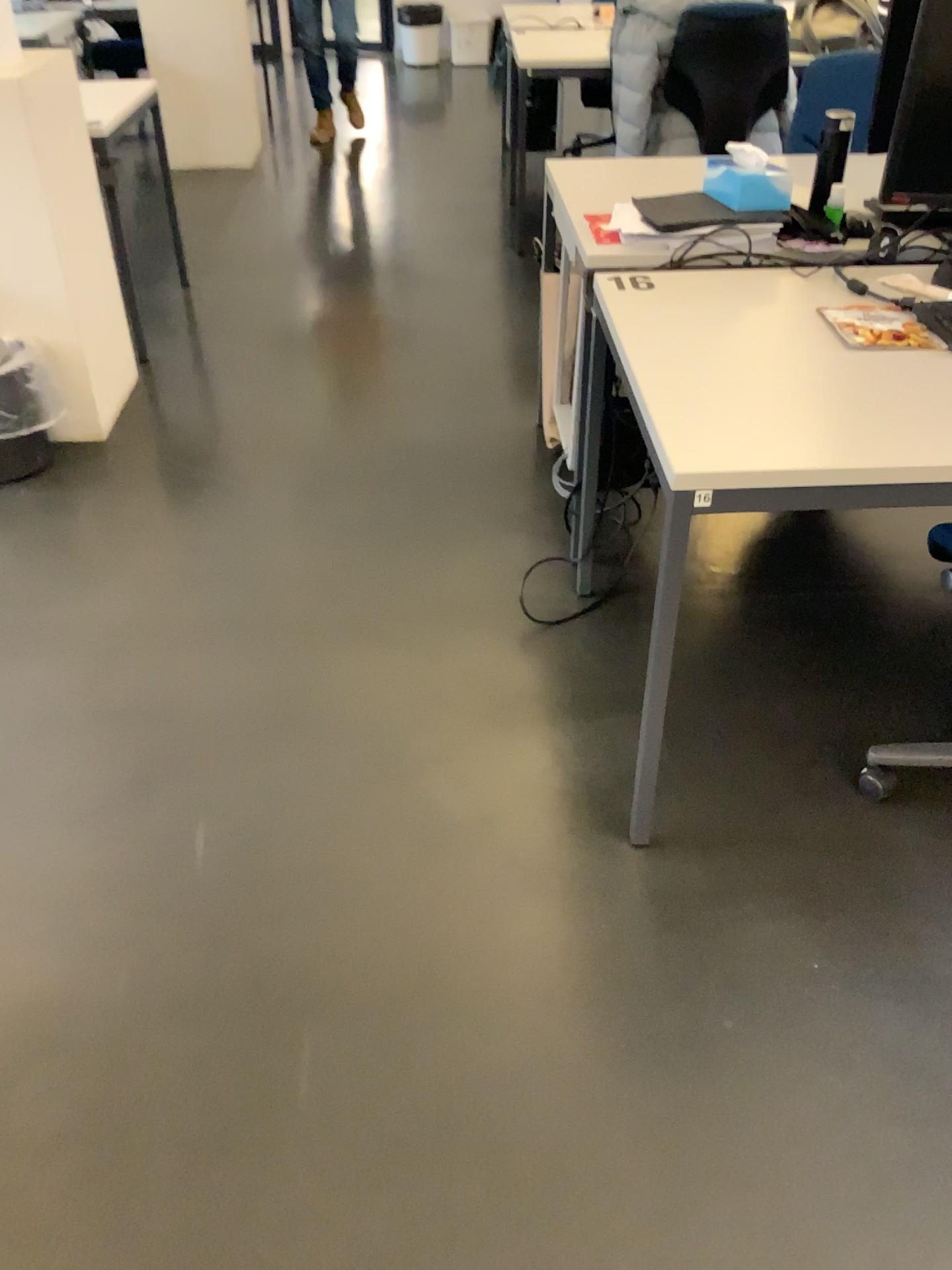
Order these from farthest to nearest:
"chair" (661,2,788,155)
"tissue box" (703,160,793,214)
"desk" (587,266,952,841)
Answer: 1. "chair" (661,2,788,155)
2. "tissue box" (703,160,793,214)
3. "desk" (587,266,952,841)

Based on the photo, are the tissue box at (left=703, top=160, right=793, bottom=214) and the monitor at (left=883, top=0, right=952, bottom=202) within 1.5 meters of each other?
yes

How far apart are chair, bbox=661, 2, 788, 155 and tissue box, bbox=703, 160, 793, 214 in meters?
A: 1.6 m

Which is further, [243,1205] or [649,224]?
[649,224]

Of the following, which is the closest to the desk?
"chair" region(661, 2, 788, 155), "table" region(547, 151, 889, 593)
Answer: "table" region(547, 151, 889, 593)

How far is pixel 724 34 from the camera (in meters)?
3.68

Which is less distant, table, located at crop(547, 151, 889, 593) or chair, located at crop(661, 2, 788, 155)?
table, located at crop(547, 151, 889, 593)

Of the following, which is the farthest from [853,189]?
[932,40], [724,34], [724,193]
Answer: [724,34]

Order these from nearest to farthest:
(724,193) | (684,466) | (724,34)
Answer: (684,466) → (724,193) → (724,34)

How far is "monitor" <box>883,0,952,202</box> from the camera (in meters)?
1.63
